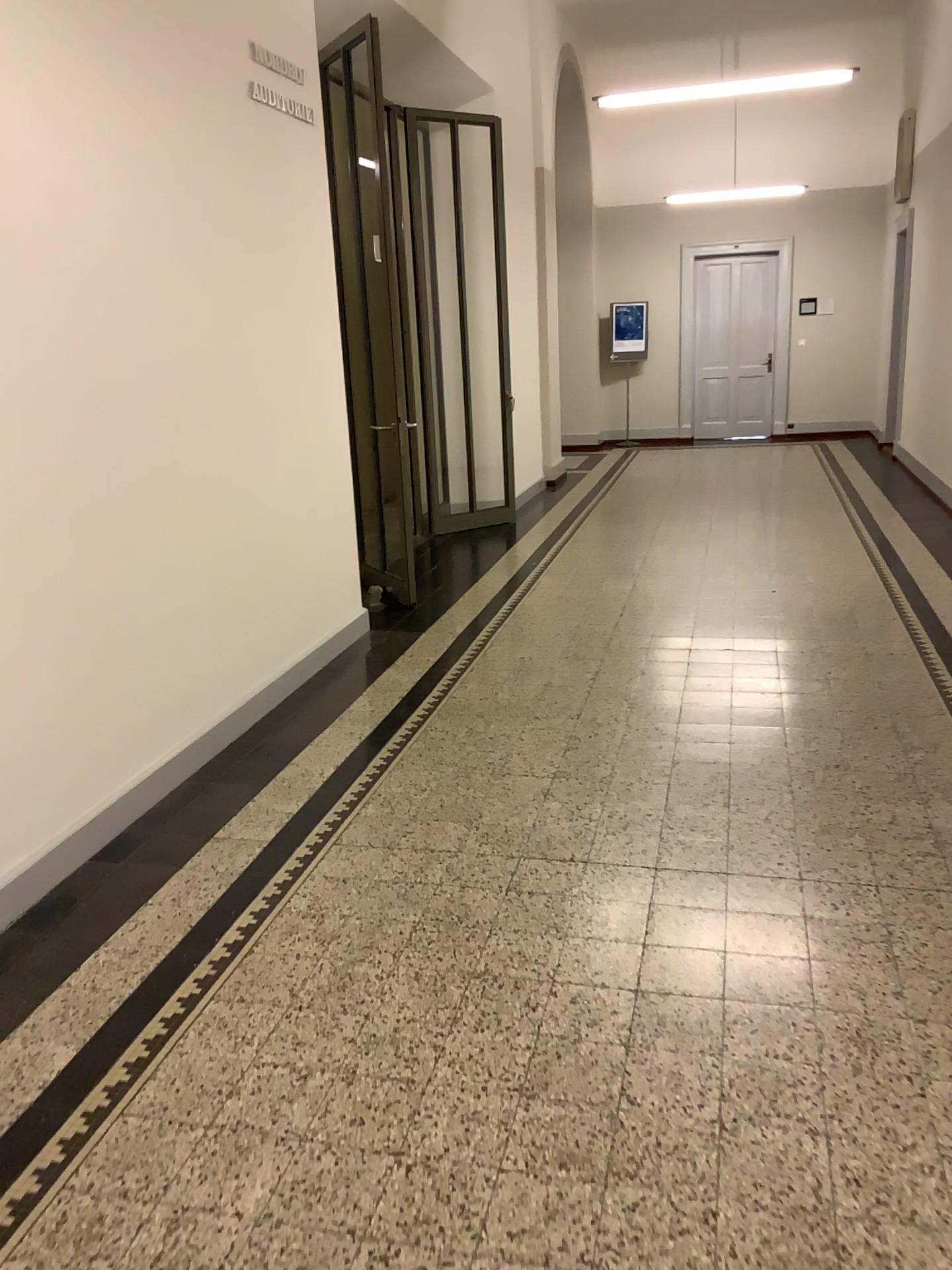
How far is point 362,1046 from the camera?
2.4m
